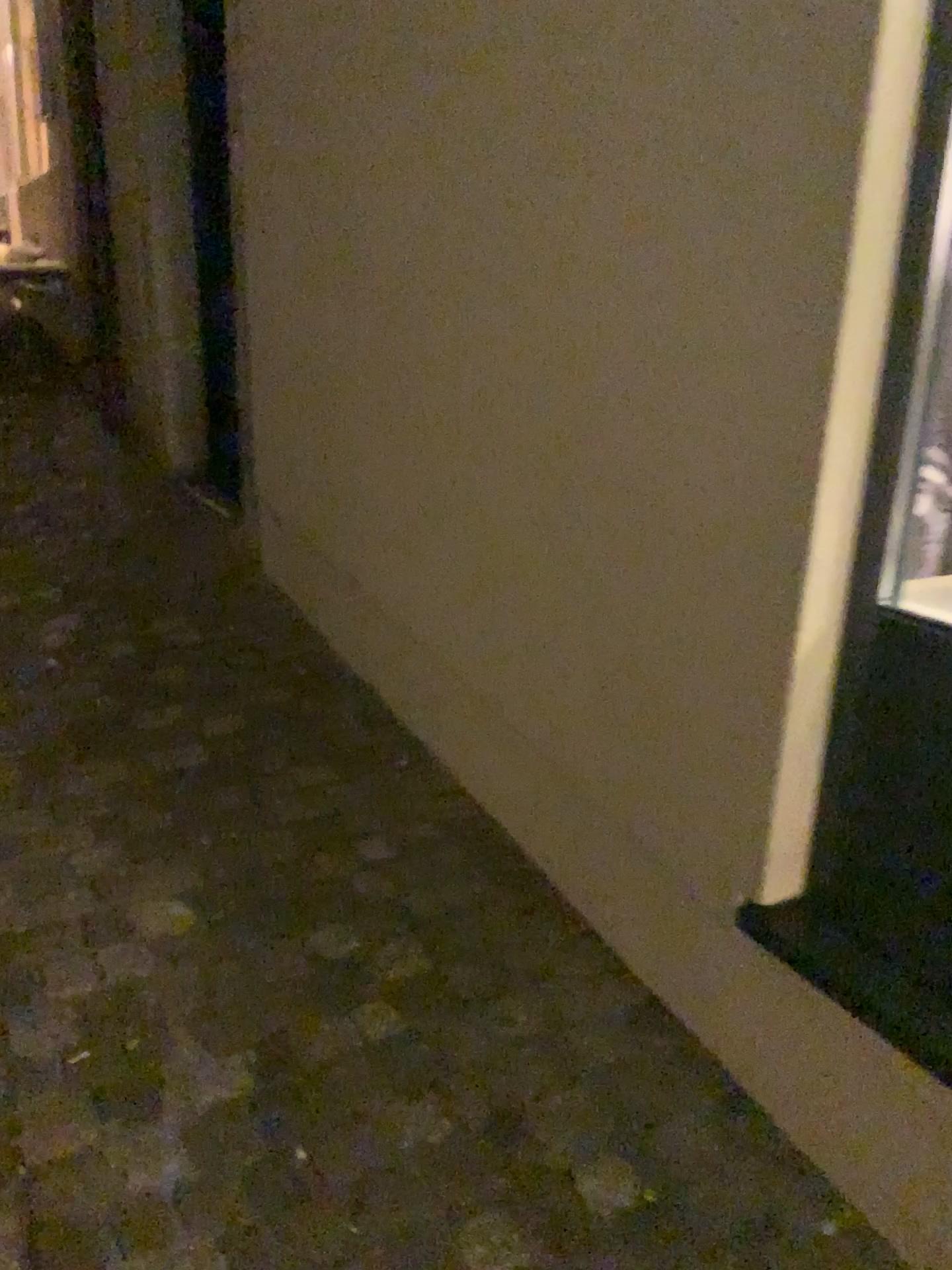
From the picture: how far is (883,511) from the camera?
1.33m

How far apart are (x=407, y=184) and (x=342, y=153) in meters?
0.4 m

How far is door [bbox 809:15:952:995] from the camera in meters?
1.3 m
